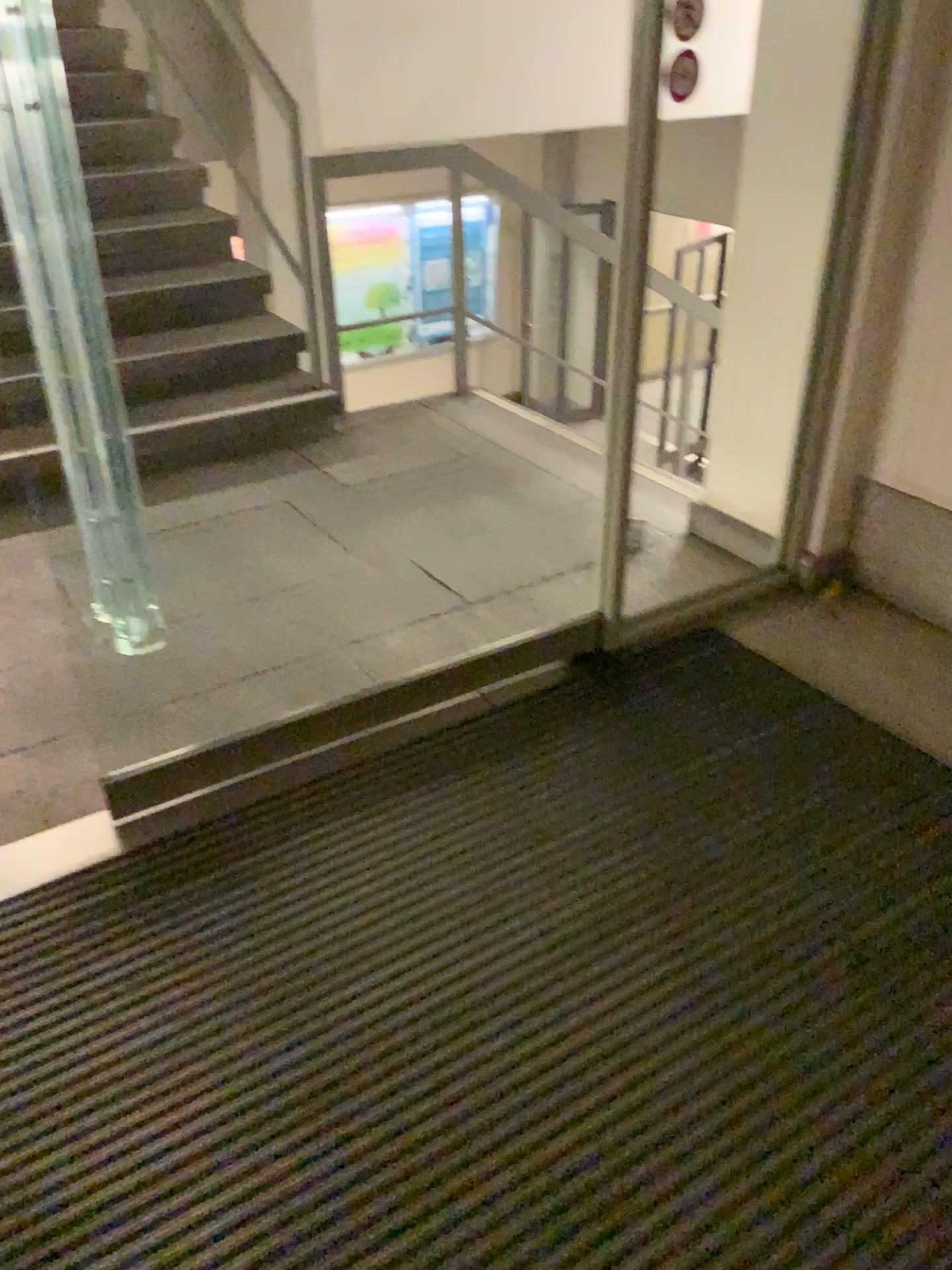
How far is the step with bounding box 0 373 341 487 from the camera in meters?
3.8 m

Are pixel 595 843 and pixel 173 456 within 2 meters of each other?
no

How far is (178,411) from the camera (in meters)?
3.79
